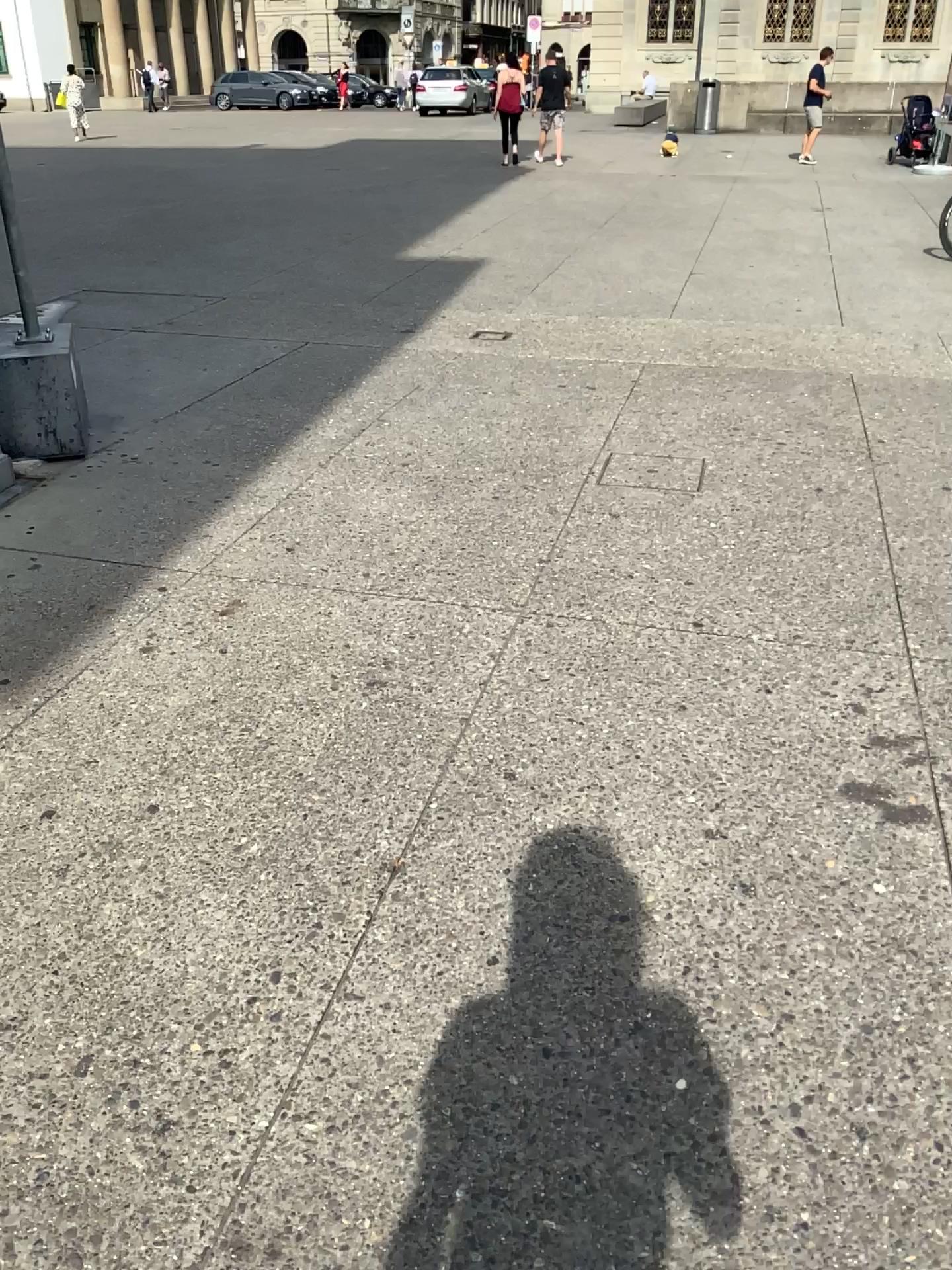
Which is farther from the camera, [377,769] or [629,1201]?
[377,769]
